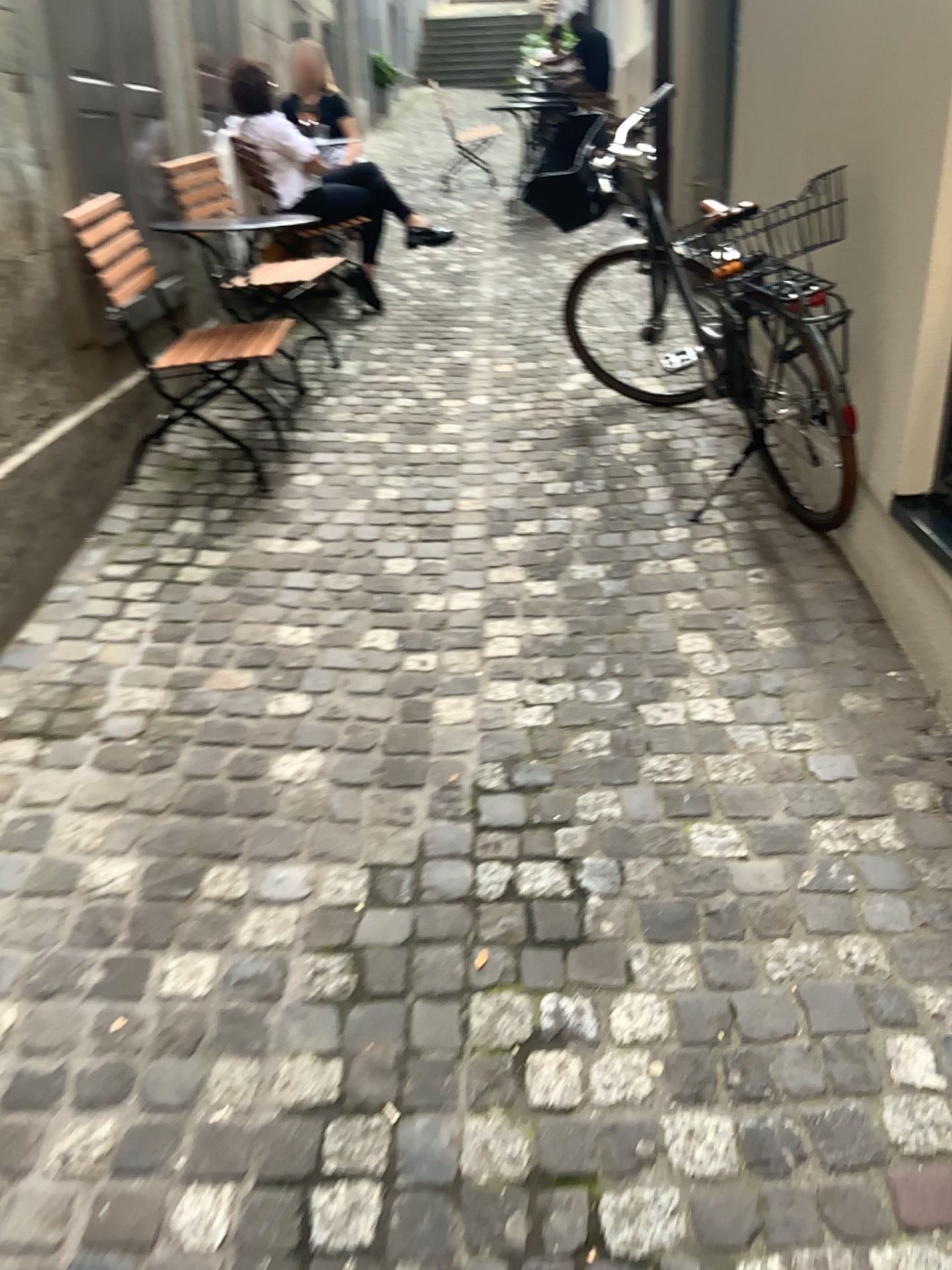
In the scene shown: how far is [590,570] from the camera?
3.03m
